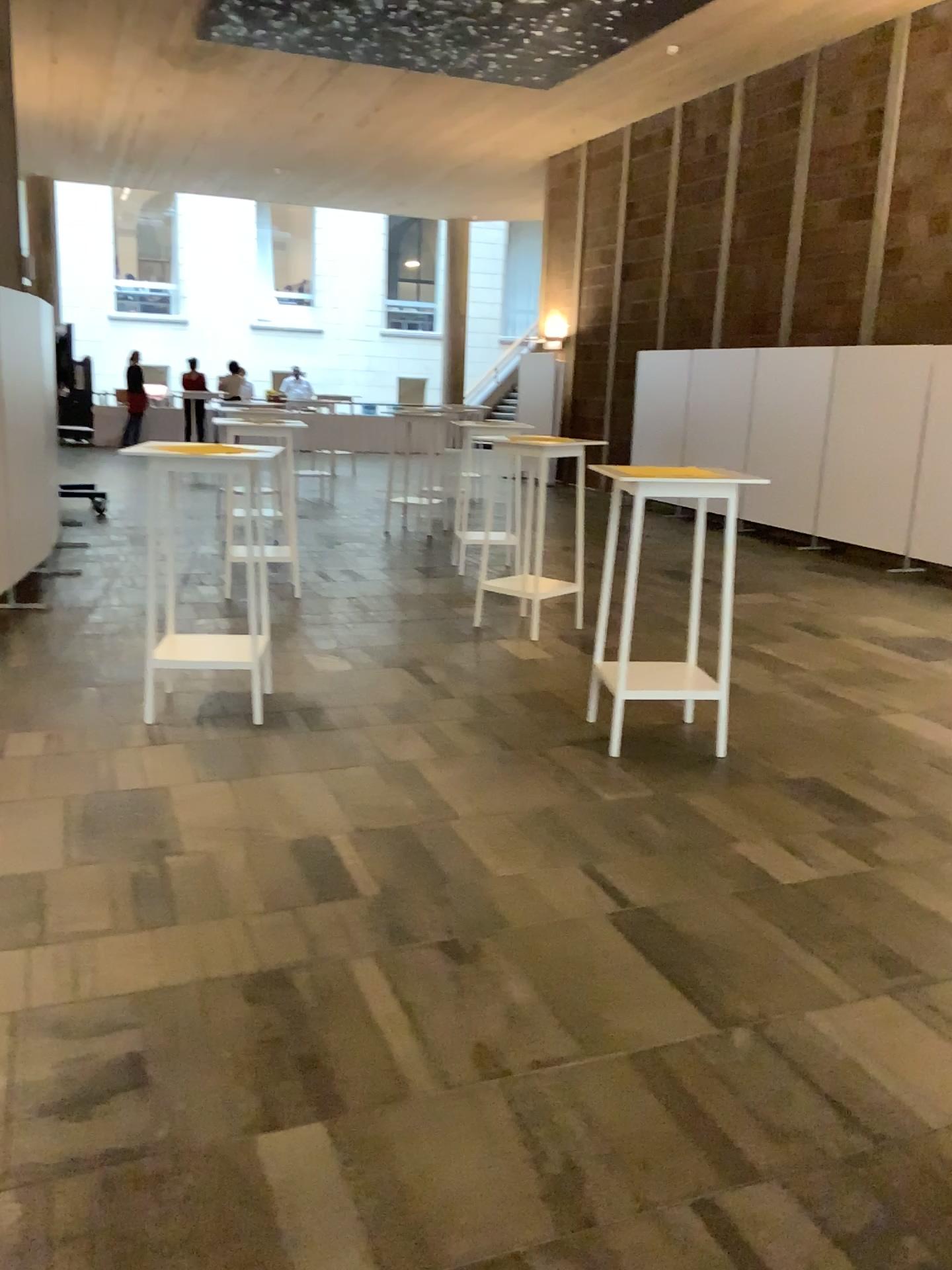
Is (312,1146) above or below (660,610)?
below
